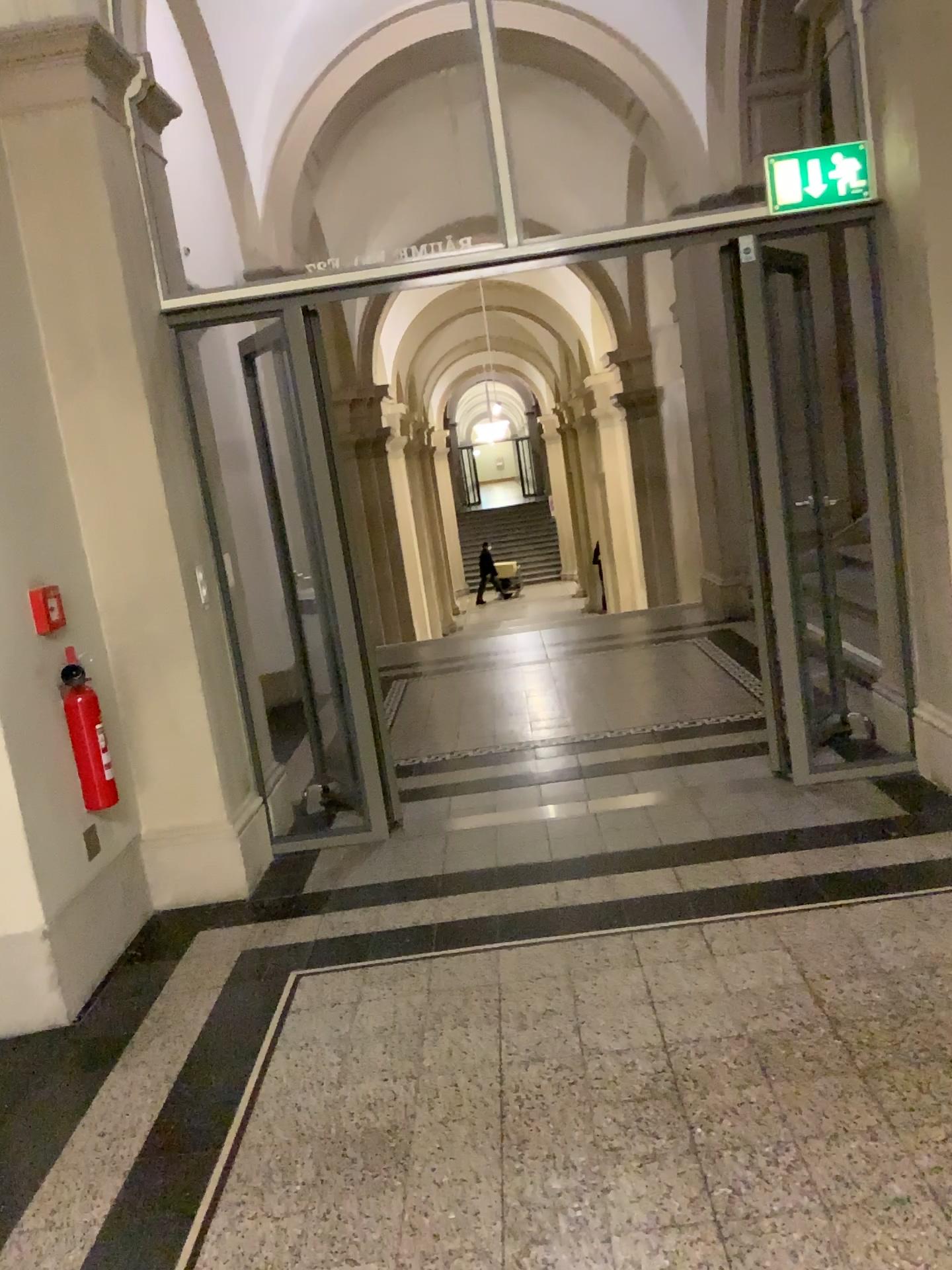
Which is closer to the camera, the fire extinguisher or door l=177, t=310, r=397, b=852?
the fire extinguisher

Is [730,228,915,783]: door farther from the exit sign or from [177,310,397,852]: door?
[177,310,397,852]: door

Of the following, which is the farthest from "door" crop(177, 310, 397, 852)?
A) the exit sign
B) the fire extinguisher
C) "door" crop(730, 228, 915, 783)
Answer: the exit sign

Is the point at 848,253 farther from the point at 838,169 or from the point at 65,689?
the point at 65,689

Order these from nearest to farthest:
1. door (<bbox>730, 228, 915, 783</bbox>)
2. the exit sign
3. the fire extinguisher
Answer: the fire extinguisher
the exit sign
door (<bbox>730, 228, 915, 783</bbox>)

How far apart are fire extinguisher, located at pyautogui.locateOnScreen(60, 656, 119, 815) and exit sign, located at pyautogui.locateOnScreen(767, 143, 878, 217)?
2.9m

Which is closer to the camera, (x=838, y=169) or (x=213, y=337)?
(x=838, y=169)

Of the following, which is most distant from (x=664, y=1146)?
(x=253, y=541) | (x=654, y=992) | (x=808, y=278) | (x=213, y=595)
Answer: (x=808, y=278)

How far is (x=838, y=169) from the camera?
3.8 meters

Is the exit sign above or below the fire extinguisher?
above
